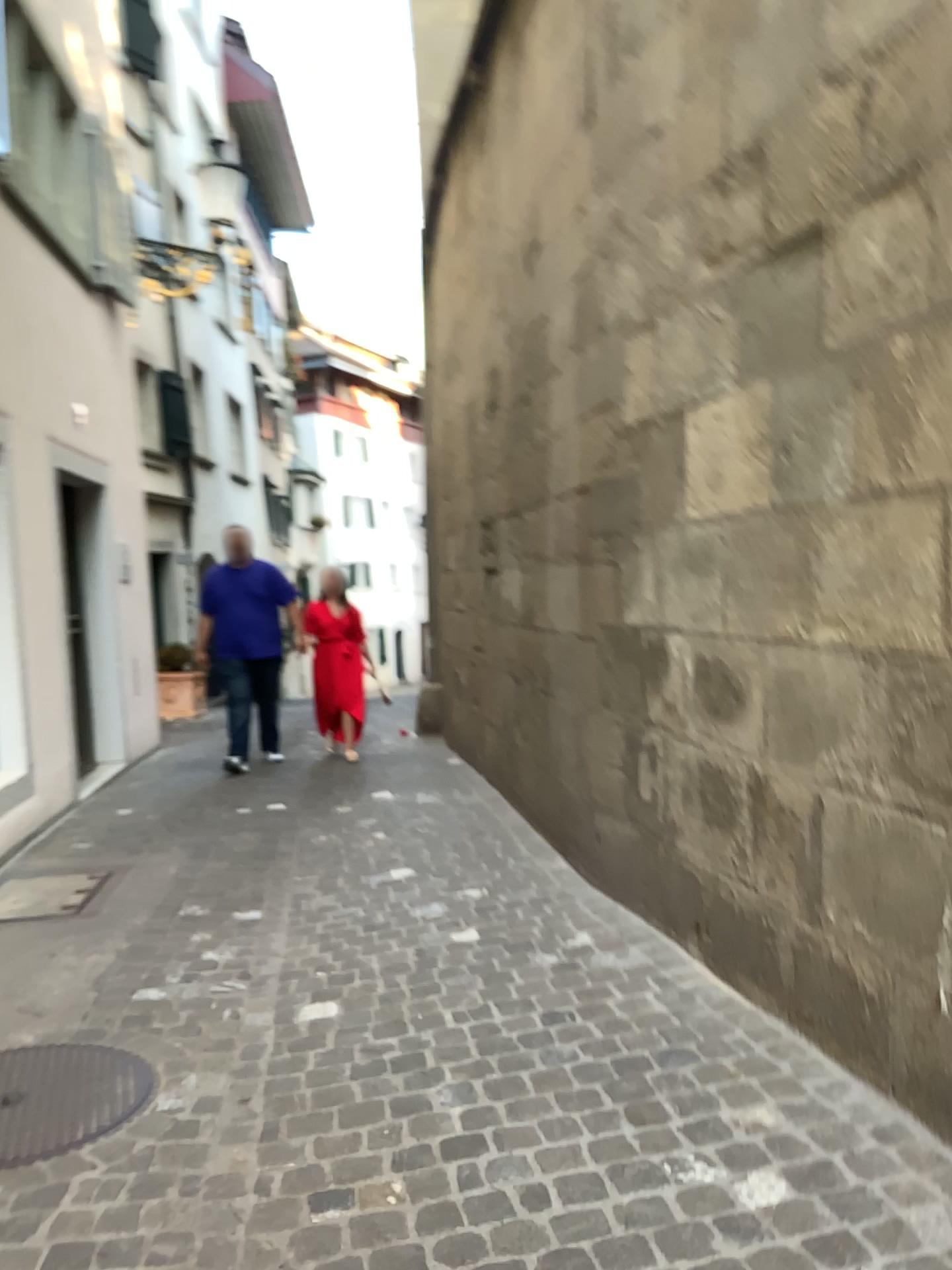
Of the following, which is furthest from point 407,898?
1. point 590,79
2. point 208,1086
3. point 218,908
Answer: point 590,79
